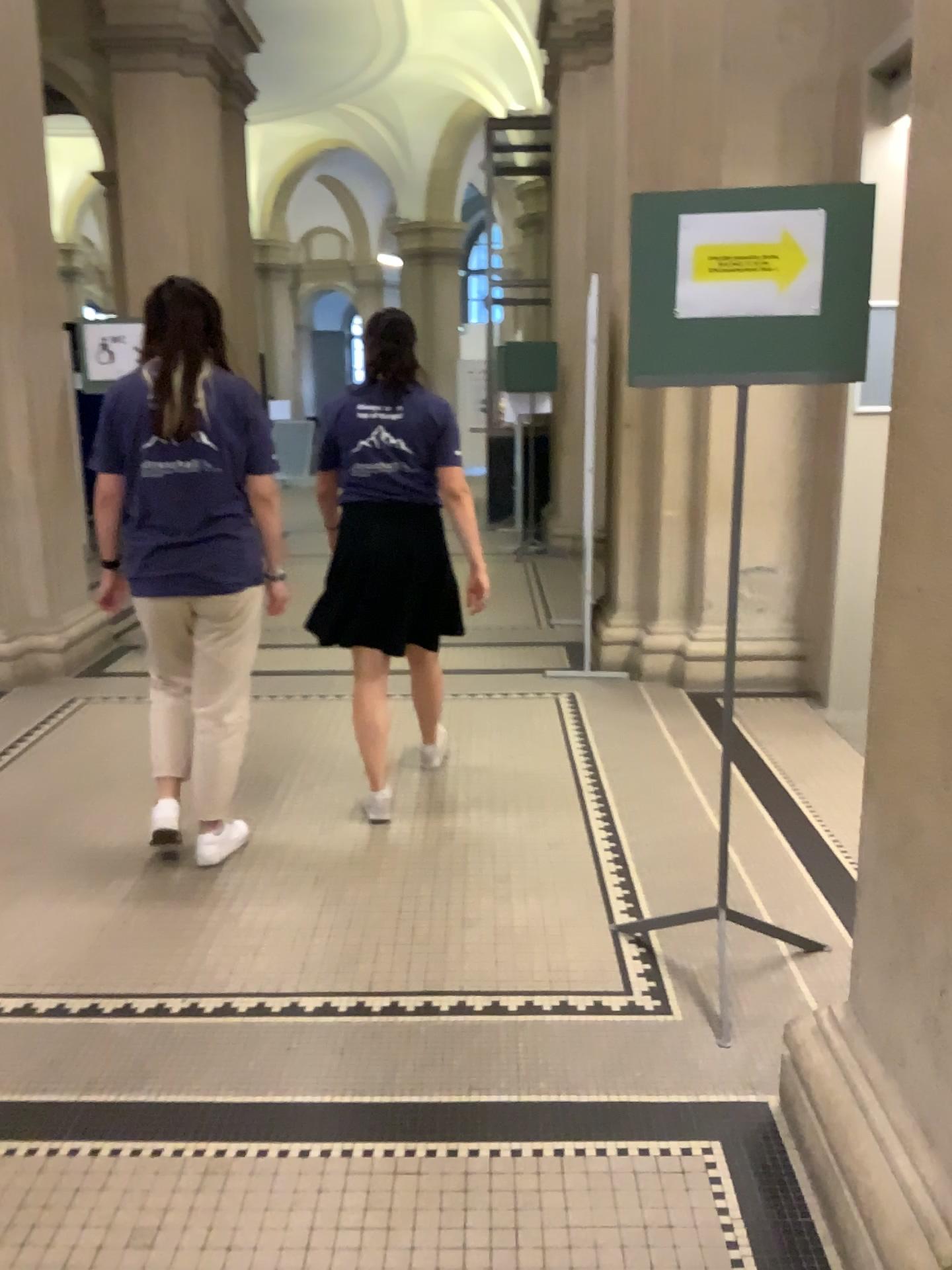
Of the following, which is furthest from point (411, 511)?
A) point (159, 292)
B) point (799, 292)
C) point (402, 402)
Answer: point (799, 292)

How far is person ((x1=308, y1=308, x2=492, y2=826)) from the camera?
3.4m

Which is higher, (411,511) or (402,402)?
(402,402)

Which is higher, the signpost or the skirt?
the signpost

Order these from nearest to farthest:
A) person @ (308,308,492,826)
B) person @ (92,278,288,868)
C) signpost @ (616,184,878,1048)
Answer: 1. signpost @ (616,184,878,1048)
2. person @ (92,278,288,868)
3. person @ (308,308,492,826)

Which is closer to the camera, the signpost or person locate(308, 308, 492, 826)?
the signpost

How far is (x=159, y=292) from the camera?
2.95m

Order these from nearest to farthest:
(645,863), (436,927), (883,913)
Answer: (883,913) < (436,927) < (645,863)

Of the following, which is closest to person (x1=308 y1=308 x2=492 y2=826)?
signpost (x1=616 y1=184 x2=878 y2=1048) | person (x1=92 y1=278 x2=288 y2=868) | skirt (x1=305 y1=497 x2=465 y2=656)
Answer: skirt (x1=305 y1=497 x2=465 y2=656)

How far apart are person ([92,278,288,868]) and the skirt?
0.3 meters
